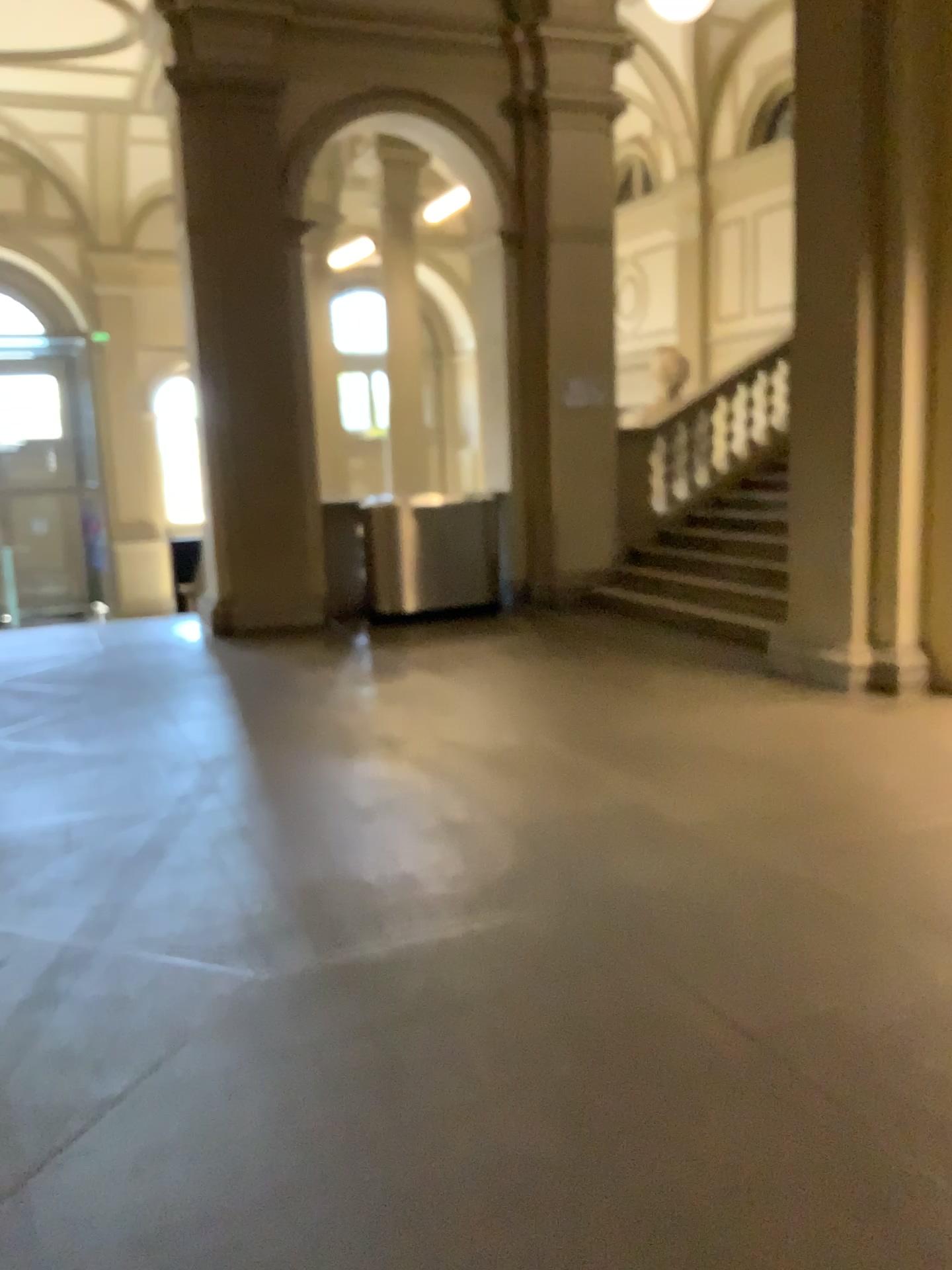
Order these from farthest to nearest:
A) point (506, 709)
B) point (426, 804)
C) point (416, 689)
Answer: point (416, 689)
point (506, 709)
point (426, 804)
